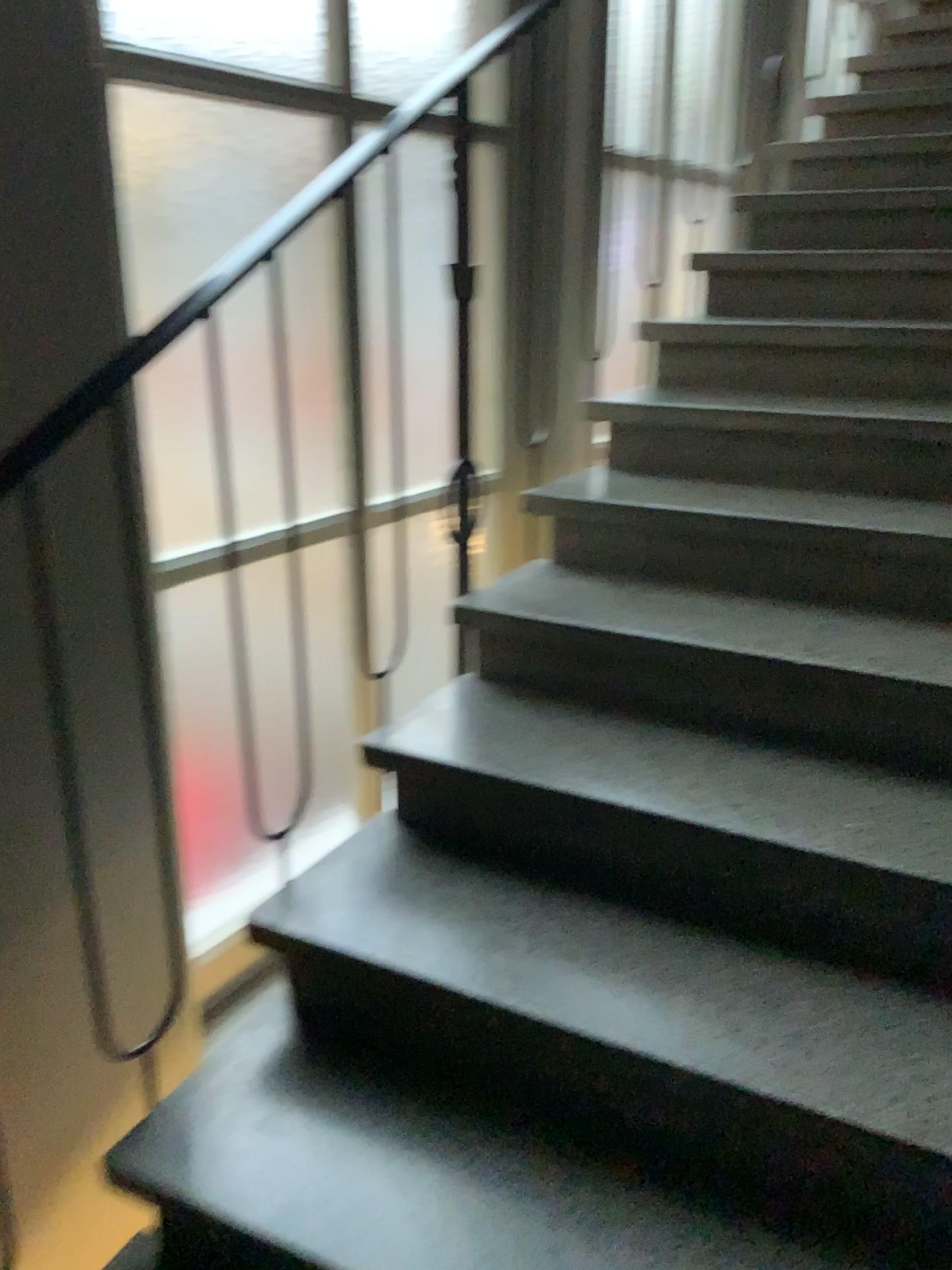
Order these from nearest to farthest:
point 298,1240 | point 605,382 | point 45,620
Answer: point 298,1240
point 45,620
point 605,382

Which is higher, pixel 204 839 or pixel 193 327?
pixel 193 327

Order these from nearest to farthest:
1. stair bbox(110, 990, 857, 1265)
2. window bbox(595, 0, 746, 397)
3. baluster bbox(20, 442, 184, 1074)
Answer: stair bbox(110, 990, 857, 1265), baluster bbox(20, 442, 184, 1074), window bbox(595, 0, 746, 397)

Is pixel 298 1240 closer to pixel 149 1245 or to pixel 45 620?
pixel 149 1245

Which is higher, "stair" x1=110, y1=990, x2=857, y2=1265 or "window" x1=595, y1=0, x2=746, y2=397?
"window" x1=595, y1=0, x2=746, y2=397

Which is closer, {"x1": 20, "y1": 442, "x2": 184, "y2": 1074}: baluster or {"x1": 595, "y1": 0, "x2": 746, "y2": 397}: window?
{"x1": 20, "y1": 442, "x2": 184, "y2": 1074}: baluster

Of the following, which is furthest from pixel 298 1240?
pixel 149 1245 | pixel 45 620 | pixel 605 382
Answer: pixel 605 382

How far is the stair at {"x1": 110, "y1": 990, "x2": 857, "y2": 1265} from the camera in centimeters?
121cm

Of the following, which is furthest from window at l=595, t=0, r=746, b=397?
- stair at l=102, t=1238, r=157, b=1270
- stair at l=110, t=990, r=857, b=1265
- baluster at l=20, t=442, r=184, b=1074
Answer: stair at l=102, t=1238, r=157, b=1270

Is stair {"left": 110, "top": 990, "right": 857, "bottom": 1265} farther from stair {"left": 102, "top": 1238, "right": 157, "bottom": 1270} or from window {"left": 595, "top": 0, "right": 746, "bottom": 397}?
window {"left": 595, "top": 0, "right": 746, "bottom": 397}
